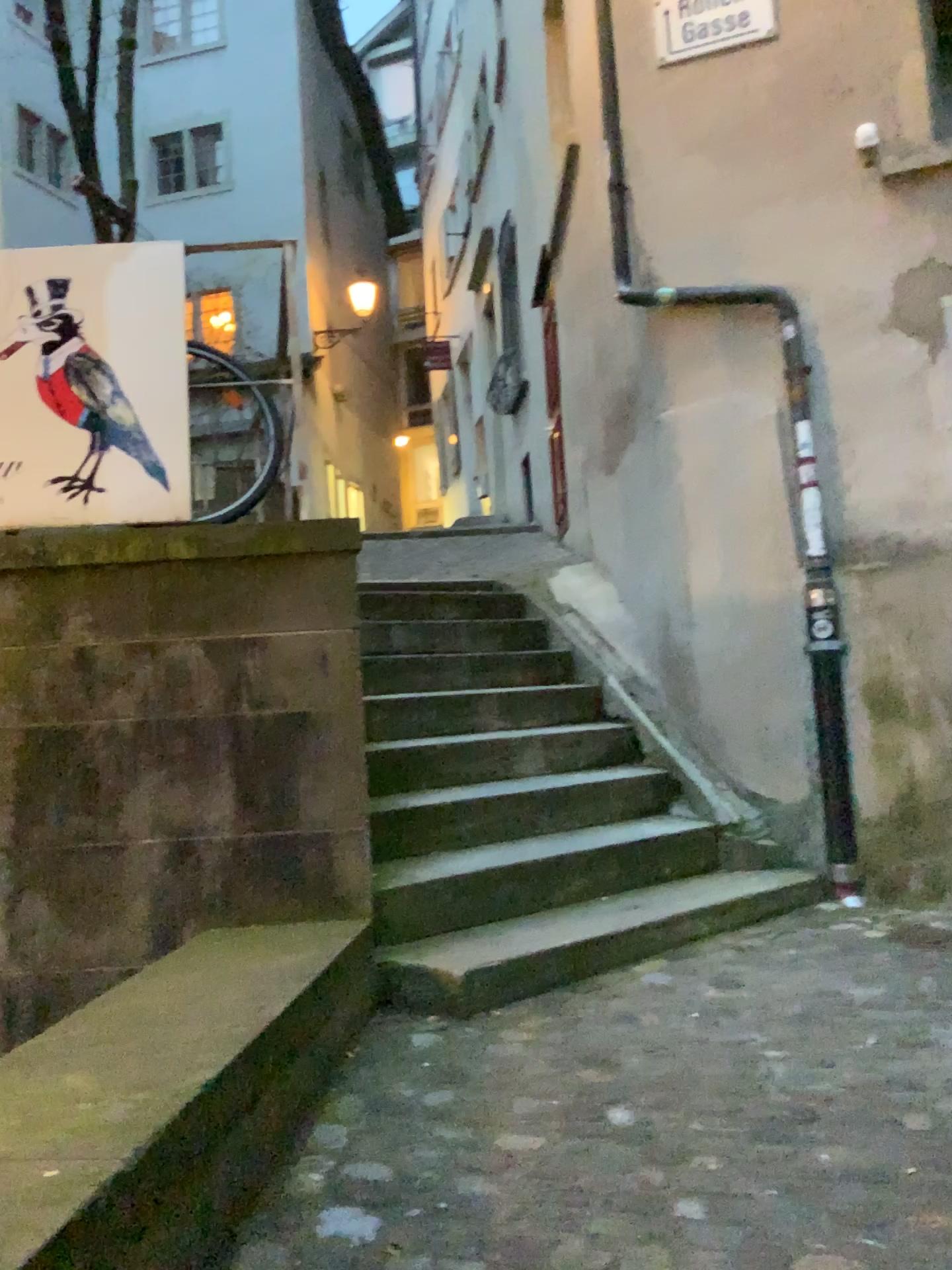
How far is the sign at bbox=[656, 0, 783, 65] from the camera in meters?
4.4

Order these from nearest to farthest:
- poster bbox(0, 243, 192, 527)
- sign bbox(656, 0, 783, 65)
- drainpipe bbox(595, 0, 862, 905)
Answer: poster bbox(0, 243, 192, 527), drainpipe bbox(595, 0, 862, 905), sign bbox(656, 0, 783, 65)

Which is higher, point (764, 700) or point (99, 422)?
point (99, 422)

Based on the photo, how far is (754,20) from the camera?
4.4m

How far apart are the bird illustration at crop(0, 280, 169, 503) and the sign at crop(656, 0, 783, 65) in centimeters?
287cm

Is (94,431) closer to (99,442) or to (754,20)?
(99,442)

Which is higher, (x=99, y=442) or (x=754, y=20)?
(x=754, y=20)

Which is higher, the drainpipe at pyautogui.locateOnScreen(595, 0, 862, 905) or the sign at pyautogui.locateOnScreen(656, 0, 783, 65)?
the sign at pyautogui.locateOnScreen(656, 0, 783, 65)

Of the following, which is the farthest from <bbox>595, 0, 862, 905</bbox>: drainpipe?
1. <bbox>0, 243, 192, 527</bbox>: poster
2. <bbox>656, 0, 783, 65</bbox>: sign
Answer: <bbox>0, 243, 192, 527</bbox>: poster

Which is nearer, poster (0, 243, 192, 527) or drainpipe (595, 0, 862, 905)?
poster (0, 243, 192, 527)
